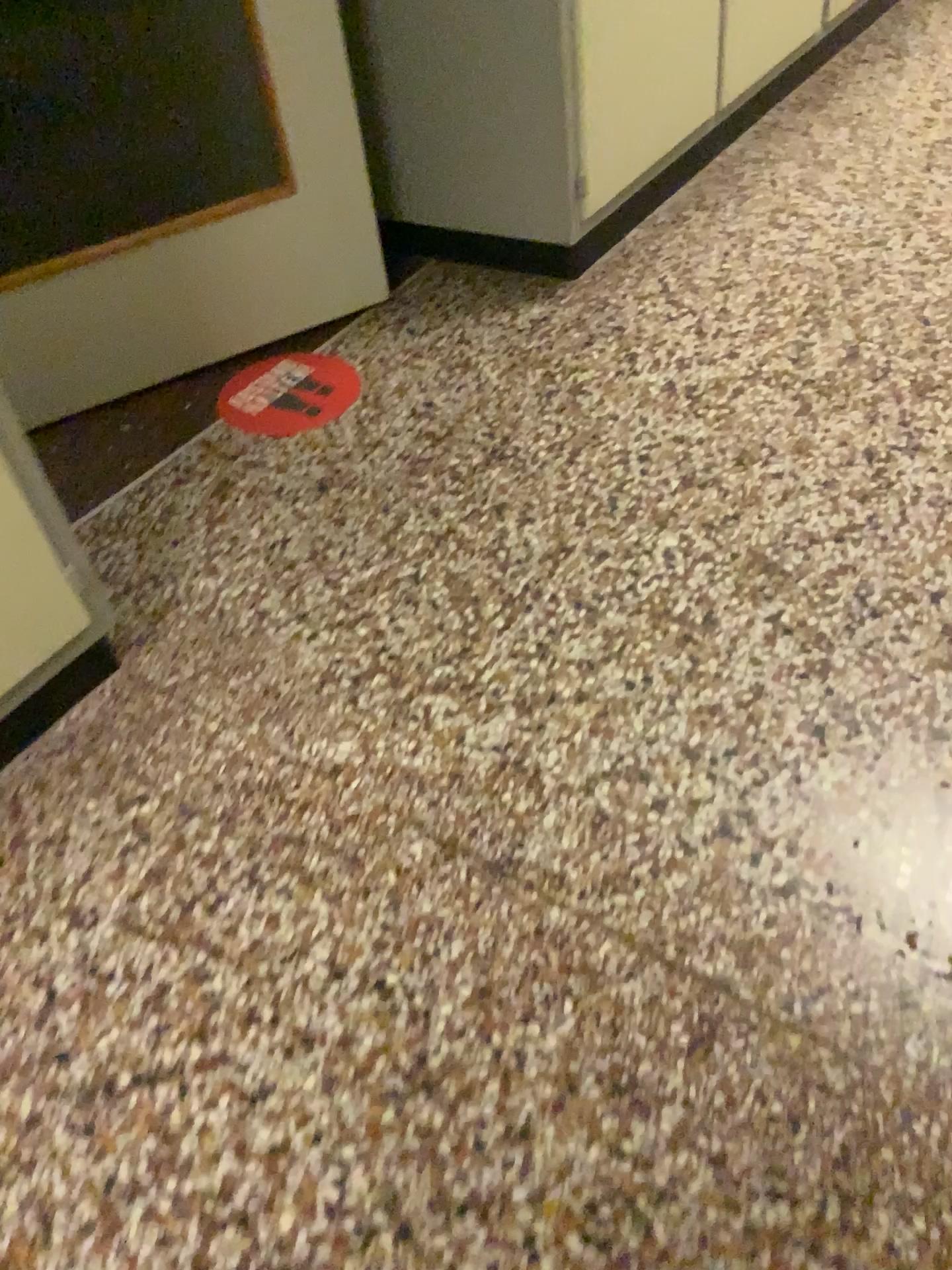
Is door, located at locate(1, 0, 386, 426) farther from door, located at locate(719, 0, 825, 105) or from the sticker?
door, located at locate(719, 0, 825, 105)

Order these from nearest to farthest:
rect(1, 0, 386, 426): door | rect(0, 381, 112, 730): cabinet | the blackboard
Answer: rect(0, 381, 112, 730): cabinet, rect(1, 0, 386, 426): door, the blackboard

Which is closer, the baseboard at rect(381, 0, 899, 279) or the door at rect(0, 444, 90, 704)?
the door at rect(0, 444, 90, 704)

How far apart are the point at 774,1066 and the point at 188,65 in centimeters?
236cm

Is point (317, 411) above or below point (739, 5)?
below

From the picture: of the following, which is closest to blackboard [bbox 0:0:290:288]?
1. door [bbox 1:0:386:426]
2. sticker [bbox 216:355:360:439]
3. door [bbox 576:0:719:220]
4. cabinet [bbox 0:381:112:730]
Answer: door [bbox 1:0:386:426]

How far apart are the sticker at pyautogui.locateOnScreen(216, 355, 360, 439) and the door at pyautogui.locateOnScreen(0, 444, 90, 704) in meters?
0.7 m

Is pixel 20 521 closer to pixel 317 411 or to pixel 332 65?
pixel 317 411

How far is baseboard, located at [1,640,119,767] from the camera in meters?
1.5 m

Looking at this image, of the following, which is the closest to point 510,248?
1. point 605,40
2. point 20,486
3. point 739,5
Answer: point 605,40
